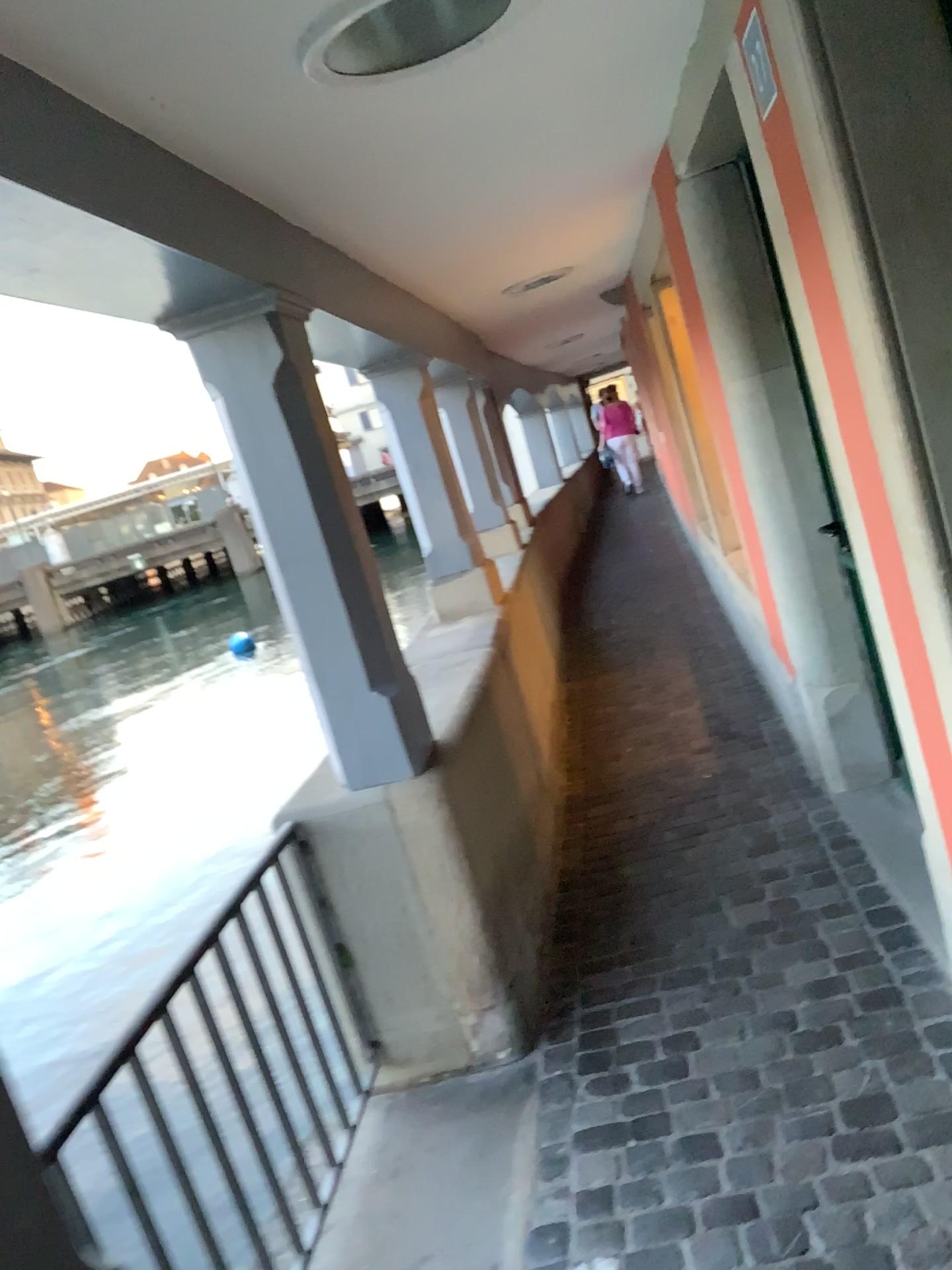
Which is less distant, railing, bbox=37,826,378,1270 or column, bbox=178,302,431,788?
railing, bbox=37,826,378,1270

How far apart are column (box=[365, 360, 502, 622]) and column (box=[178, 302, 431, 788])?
1.9 meters

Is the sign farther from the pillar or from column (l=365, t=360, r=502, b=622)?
column (l=365, t=360, r=502, b=622)

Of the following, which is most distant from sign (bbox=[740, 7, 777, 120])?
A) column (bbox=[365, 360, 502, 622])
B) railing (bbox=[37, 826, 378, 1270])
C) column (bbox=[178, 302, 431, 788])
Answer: column (bbox=[365, 360, 502, 622])

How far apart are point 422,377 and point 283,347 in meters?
2.2 m

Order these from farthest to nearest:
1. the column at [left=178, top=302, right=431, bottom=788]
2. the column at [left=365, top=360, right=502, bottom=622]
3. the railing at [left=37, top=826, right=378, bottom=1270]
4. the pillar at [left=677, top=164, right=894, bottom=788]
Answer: the column at [left=365, top=360, right=502, bottom=622], the pillar at [left=677, top=164, right=894, bottom=788], the column at [left=178, top=302, right=431, bottom=788], the railing at [left=37, top=826, right=378, bottom=1270]

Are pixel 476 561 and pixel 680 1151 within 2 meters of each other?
no

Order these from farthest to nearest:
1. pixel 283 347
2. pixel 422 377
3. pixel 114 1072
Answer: pixel 422 377
pixel 283 347
pixel 114 1072

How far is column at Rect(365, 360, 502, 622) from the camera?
4.5 meters

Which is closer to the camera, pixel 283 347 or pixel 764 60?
pixel 764 60
